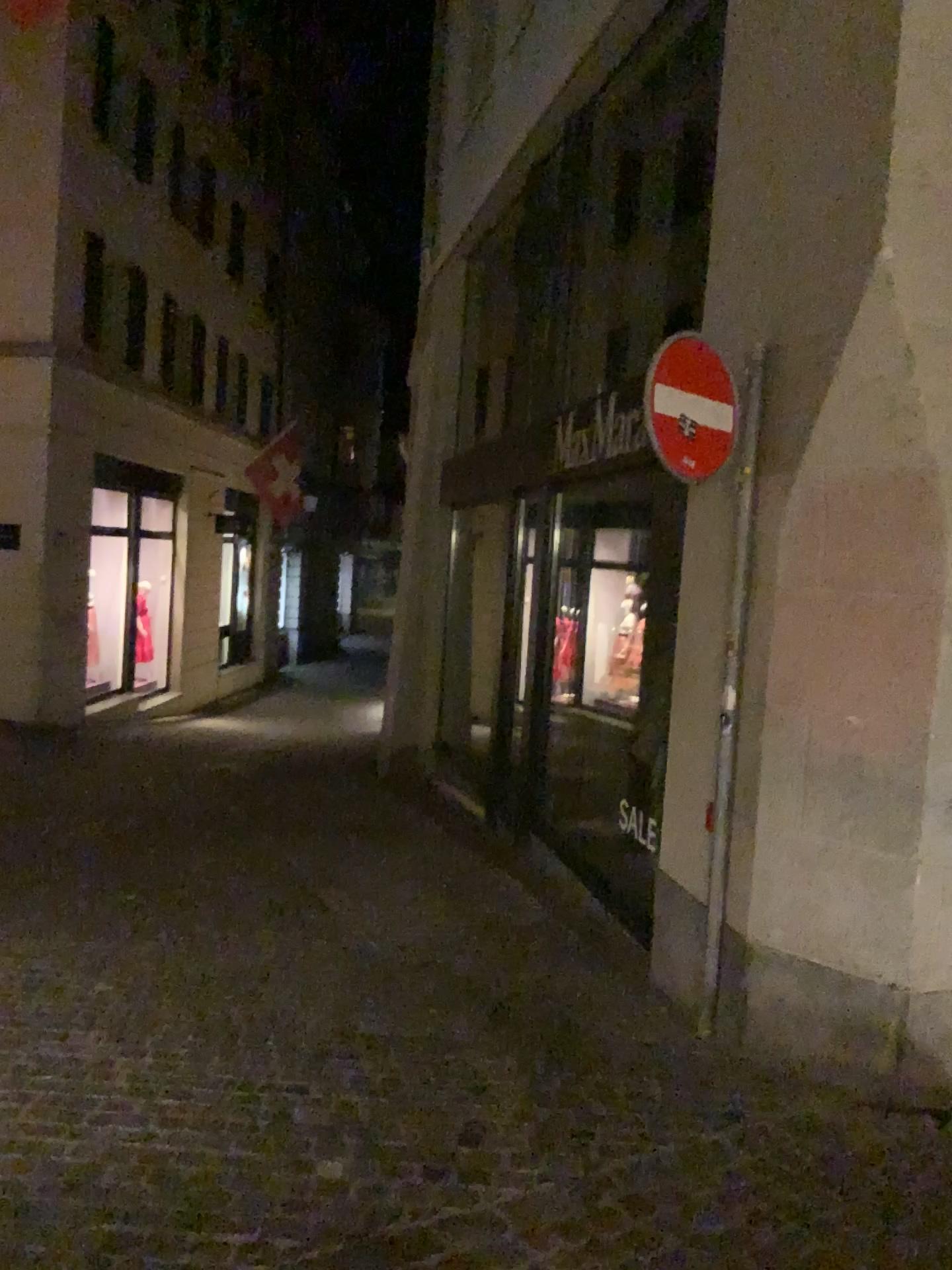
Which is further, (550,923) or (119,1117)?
(550,923)

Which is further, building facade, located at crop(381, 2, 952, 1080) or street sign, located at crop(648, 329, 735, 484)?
street sign, located at crop(648, 329, 735, 484)

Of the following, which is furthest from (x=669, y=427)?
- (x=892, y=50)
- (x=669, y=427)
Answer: (x=892, y=50)

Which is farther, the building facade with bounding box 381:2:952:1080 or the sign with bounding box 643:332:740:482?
the sign with bounding box 643:332:740:482

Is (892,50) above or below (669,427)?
above

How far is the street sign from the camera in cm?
380

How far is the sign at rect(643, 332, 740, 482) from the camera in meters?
3.8

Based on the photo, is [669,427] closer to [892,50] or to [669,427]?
[669,427]
